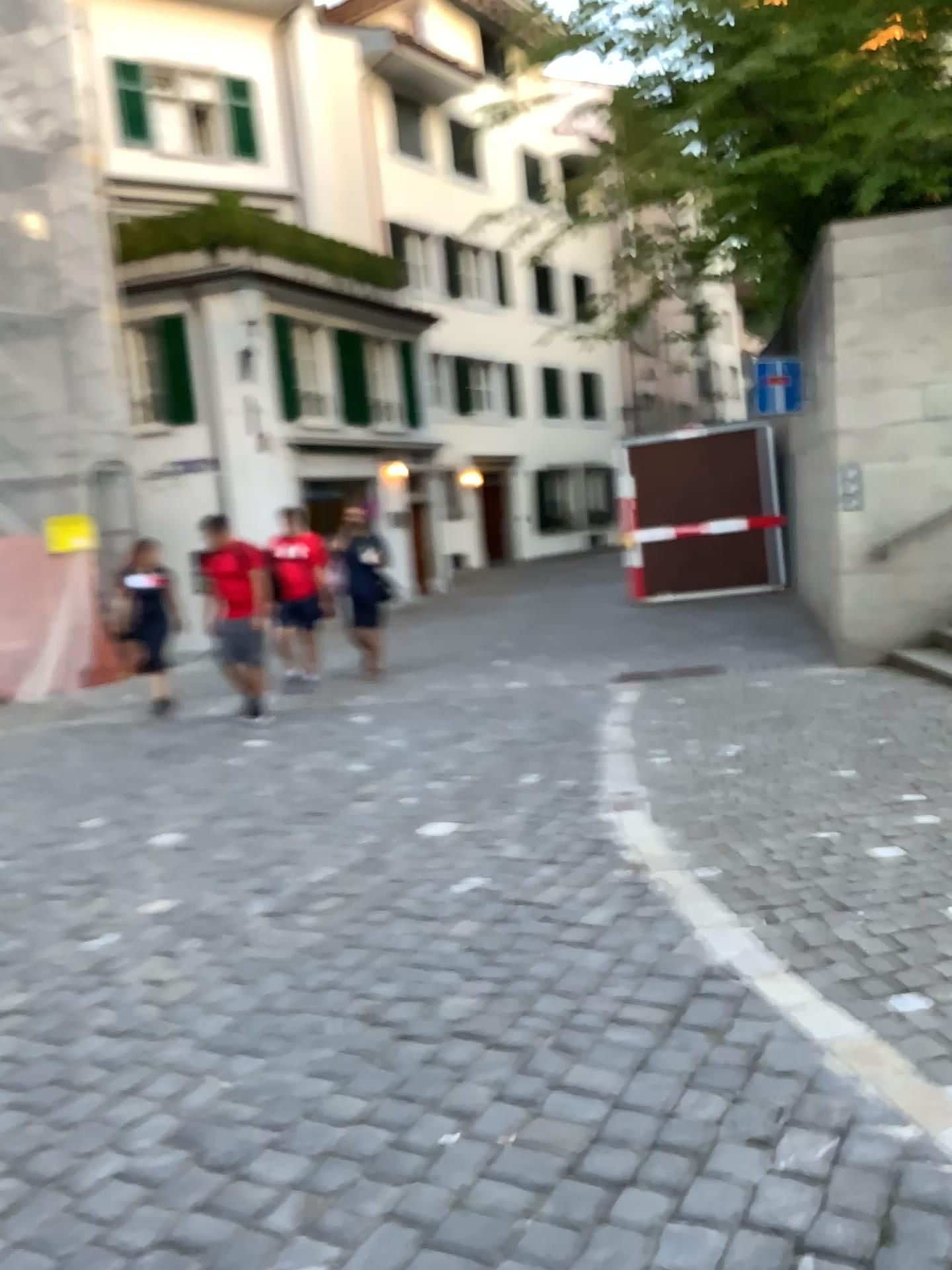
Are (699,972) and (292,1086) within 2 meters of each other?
yes
